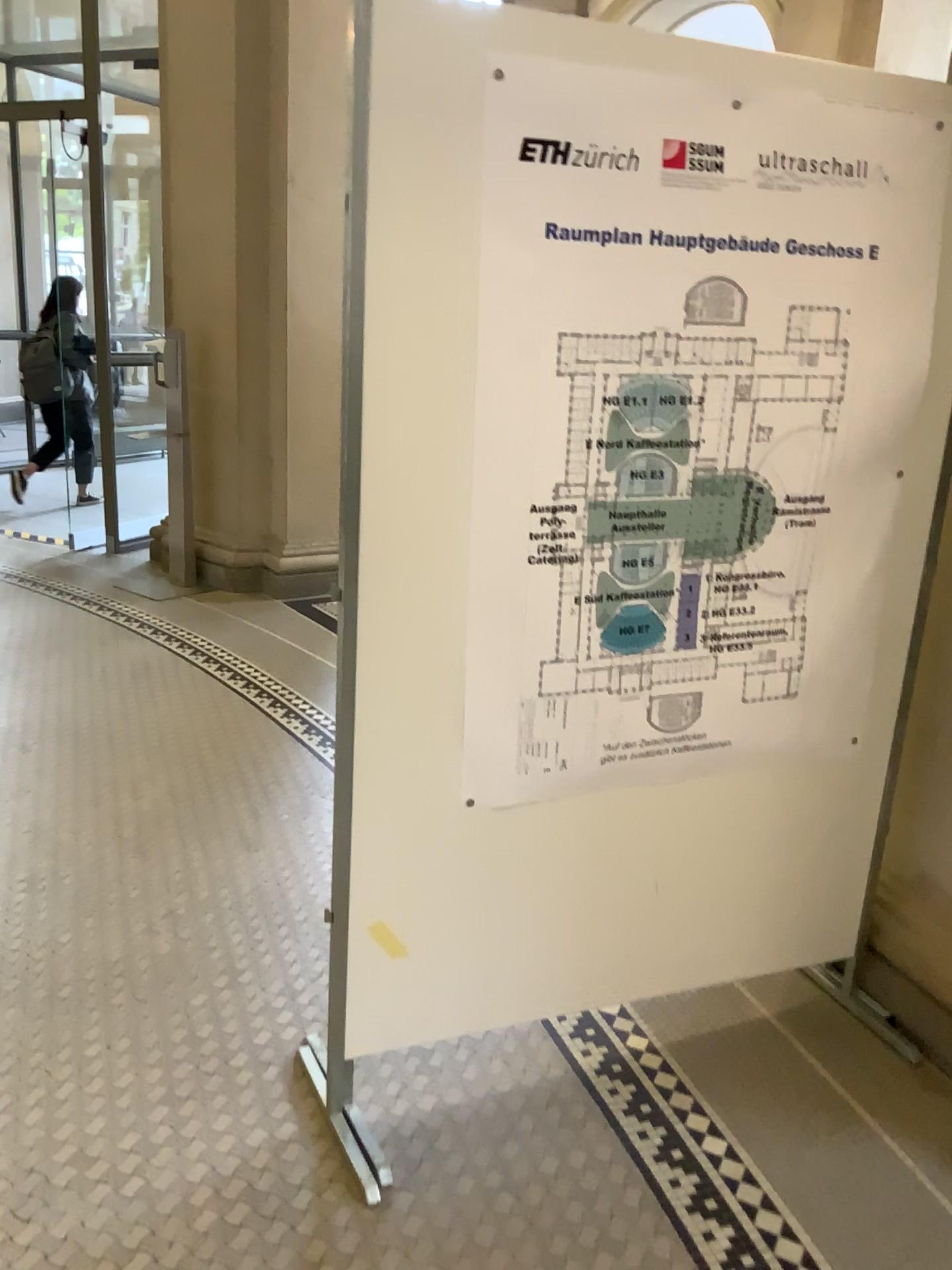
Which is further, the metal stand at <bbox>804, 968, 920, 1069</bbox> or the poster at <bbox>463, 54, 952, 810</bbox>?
the metal stand at <bbox>804, 968, 920, 1069</bbox>

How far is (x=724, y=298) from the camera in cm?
182

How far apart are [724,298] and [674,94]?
0.3 meters

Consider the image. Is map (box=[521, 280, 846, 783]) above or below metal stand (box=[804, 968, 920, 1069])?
above

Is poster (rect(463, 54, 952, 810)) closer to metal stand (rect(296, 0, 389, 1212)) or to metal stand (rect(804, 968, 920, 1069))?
metal stand (rect(296, 0, 389, 1212))

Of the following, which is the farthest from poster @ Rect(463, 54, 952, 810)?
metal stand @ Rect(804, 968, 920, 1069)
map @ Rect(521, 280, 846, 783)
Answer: metal stand @ Rect(804, 968, 920, 1069)

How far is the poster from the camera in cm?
170

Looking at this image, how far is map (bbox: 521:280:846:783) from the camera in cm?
182

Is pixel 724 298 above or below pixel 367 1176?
above

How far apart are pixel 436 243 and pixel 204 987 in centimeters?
170cm
